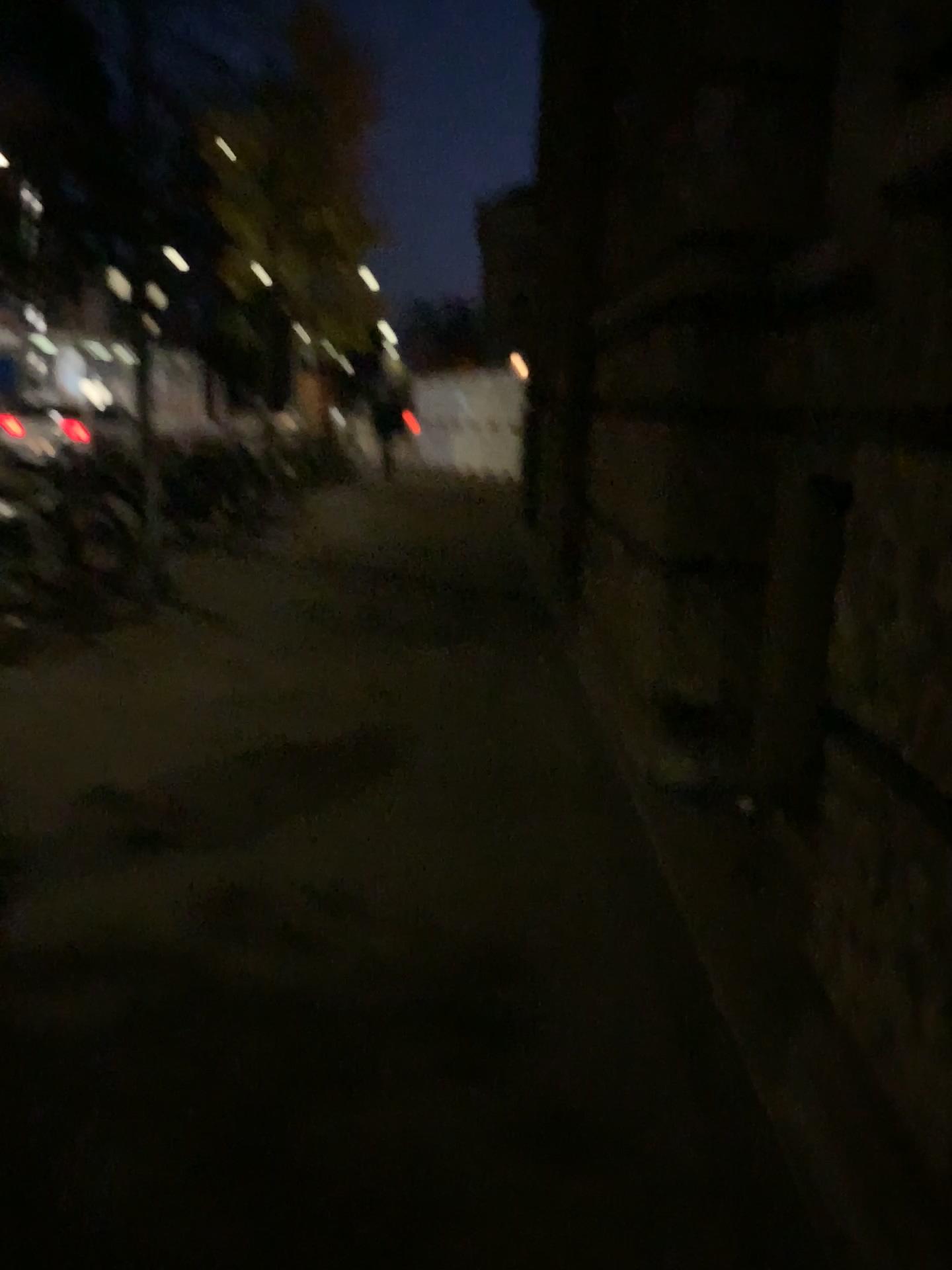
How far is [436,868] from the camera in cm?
312
